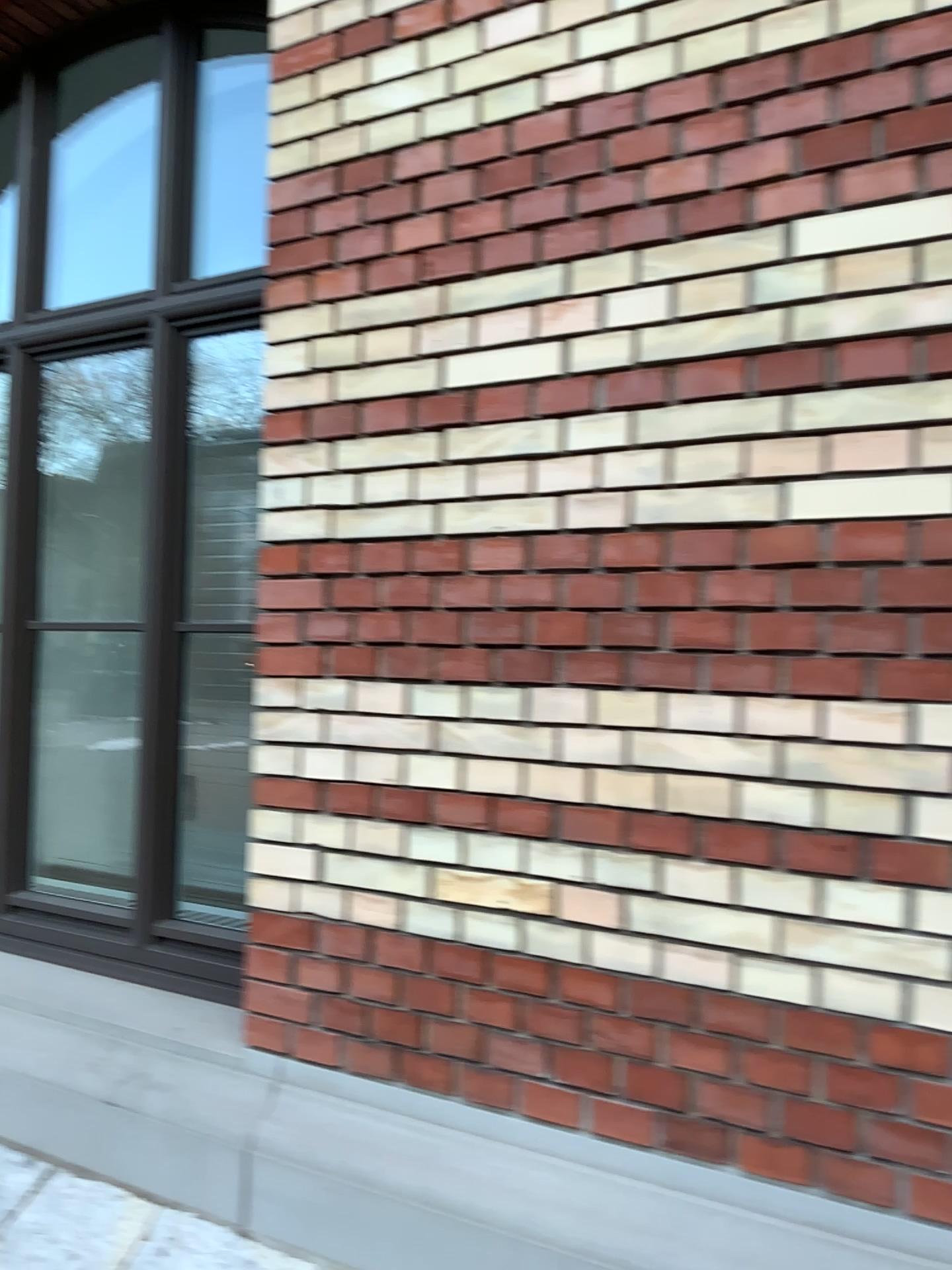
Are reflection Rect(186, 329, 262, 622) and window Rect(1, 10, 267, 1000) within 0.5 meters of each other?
yes

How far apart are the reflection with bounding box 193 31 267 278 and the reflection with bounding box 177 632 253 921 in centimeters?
94cm

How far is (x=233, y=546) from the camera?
2.7m

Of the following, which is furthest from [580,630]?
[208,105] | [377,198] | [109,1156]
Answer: [208,105]

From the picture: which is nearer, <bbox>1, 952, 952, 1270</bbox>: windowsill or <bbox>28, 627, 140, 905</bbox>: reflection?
<bbox>1, 952, 952, 1270</bbox>: windowsill

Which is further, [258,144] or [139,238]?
[139,238]

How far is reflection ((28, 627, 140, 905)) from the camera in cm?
271

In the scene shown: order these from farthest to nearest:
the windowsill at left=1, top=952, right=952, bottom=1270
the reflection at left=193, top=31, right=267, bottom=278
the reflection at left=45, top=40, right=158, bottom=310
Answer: the reflection at left=45, top=40, right=158, bottom=310 → the reflection at left=193, top=31, right=267, bottom=278 → the windowsill at left=1, top=952, right=952, bottom=1270

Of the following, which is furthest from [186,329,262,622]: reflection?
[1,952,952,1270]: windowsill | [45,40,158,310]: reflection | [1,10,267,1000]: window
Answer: [1,952,952,1270]: windowsill

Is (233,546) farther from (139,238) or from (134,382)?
(139,238)
